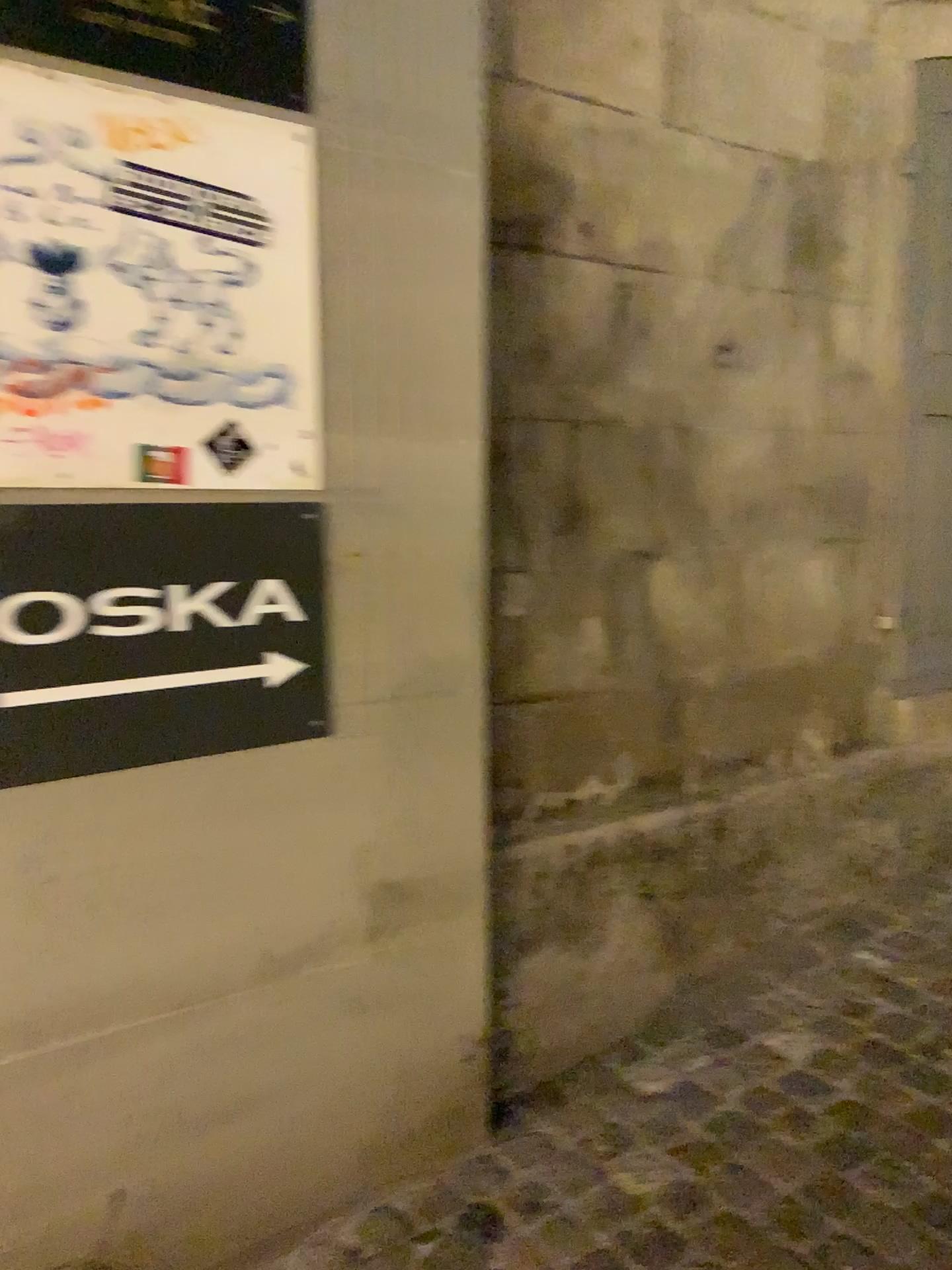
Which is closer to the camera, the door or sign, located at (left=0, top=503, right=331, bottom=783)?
sign, located at (left=0, top=503, right=331, bottom=783)

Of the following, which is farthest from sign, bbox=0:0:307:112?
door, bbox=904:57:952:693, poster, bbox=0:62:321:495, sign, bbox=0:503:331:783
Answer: door, bbox=904:57:952:693

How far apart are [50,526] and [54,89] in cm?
60

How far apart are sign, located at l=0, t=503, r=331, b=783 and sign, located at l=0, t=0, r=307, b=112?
0.6 meters

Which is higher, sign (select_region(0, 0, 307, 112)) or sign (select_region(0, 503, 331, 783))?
sign (select_region(0, 0, 307, 112))

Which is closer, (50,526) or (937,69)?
(50,526)

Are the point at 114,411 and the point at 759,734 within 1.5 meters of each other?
no

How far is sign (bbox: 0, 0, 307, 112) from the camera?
1.4 meters

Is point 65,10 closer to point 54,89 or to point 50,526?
point 54,89

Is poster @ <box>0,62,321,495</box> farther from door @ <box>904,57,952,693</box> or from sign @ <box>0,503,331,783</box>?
door @ <box>904,57,952,693</box>
